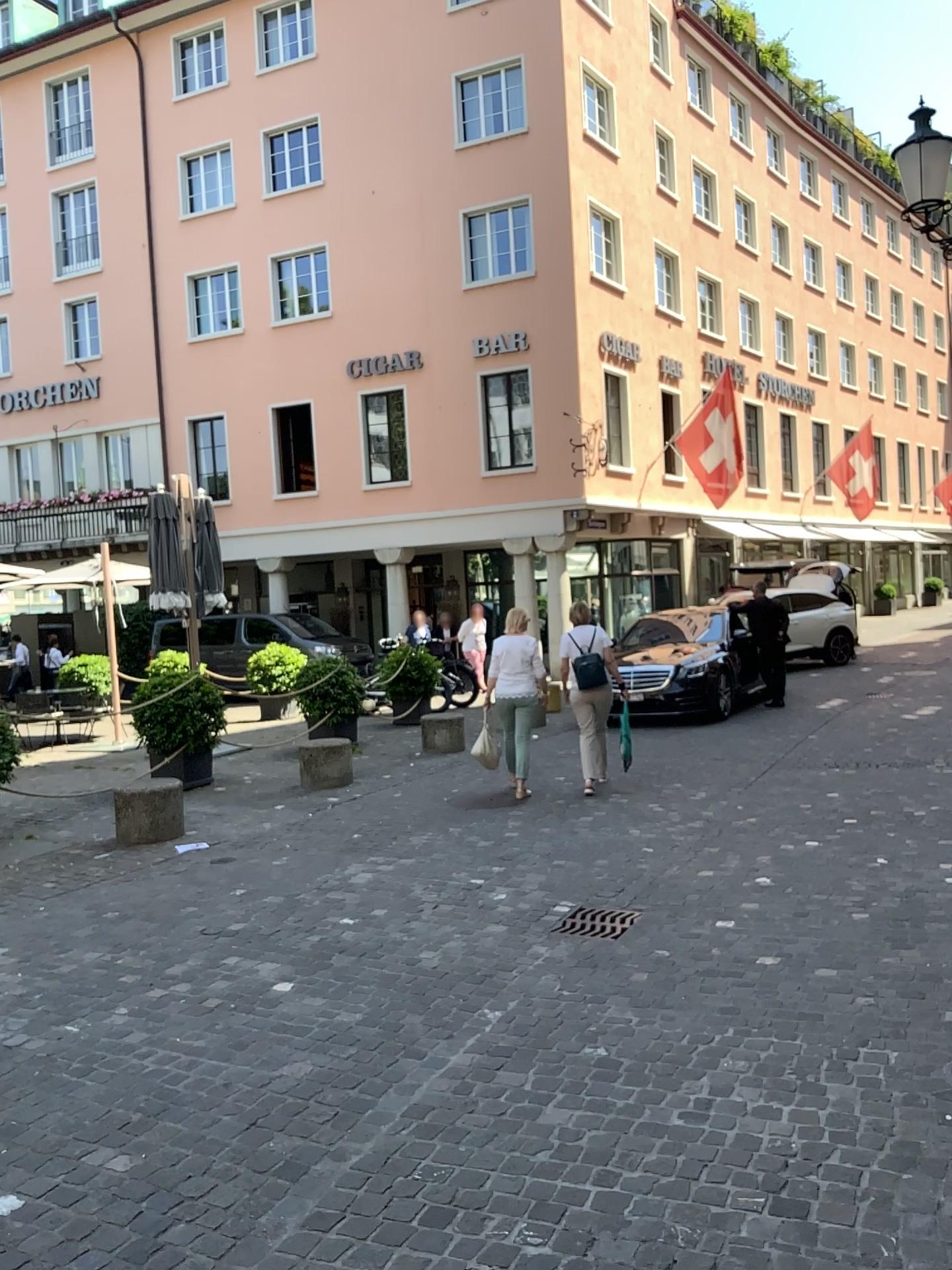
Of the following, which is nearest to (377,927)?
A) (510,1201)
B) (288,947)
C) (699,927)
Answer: (288,947)
